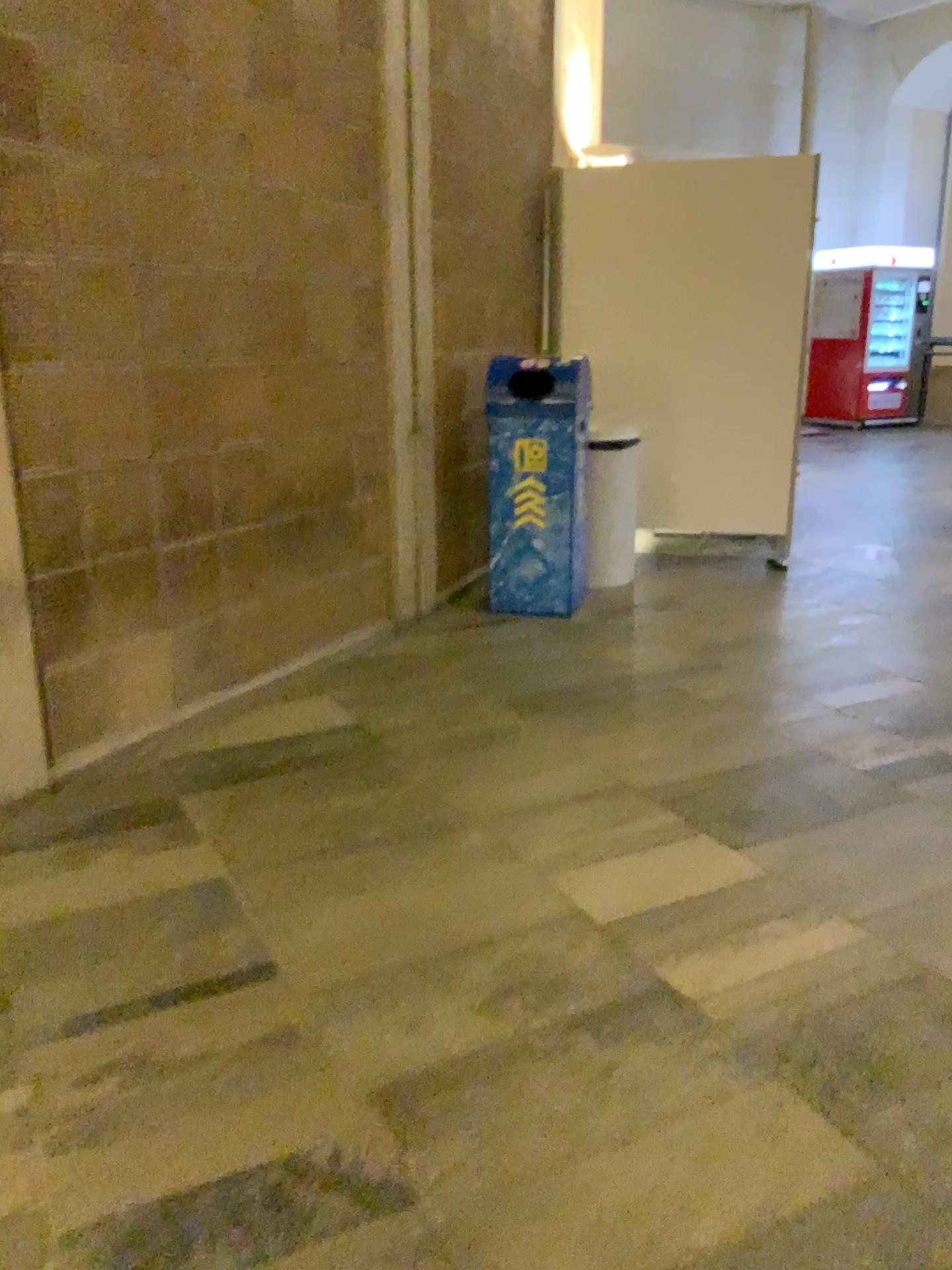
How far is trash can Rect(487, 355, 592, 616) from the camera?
4.3m

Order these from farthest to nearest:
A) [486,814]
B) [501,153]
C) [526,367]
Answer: [501,153] < [526,367] < [486,814]

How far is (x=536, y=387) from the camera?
4.29m

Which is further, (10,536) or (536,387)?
(536,387)

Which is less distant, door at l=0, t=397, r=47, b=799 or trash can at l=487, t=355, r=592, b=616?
door at l=0, t=397, r=47, b=799
